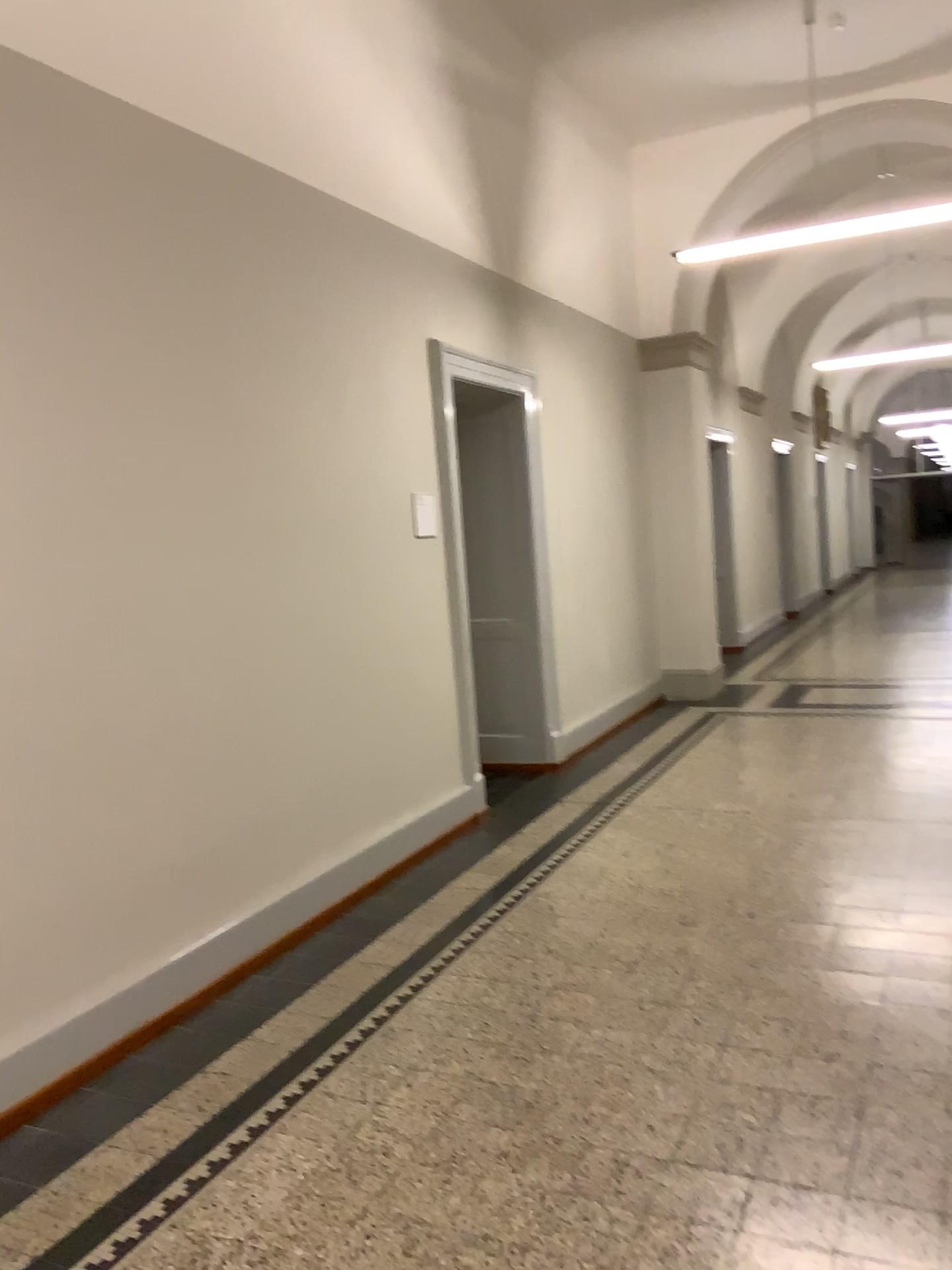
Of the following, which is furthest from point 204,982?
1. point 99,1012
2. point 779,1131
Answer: point 779,1131
